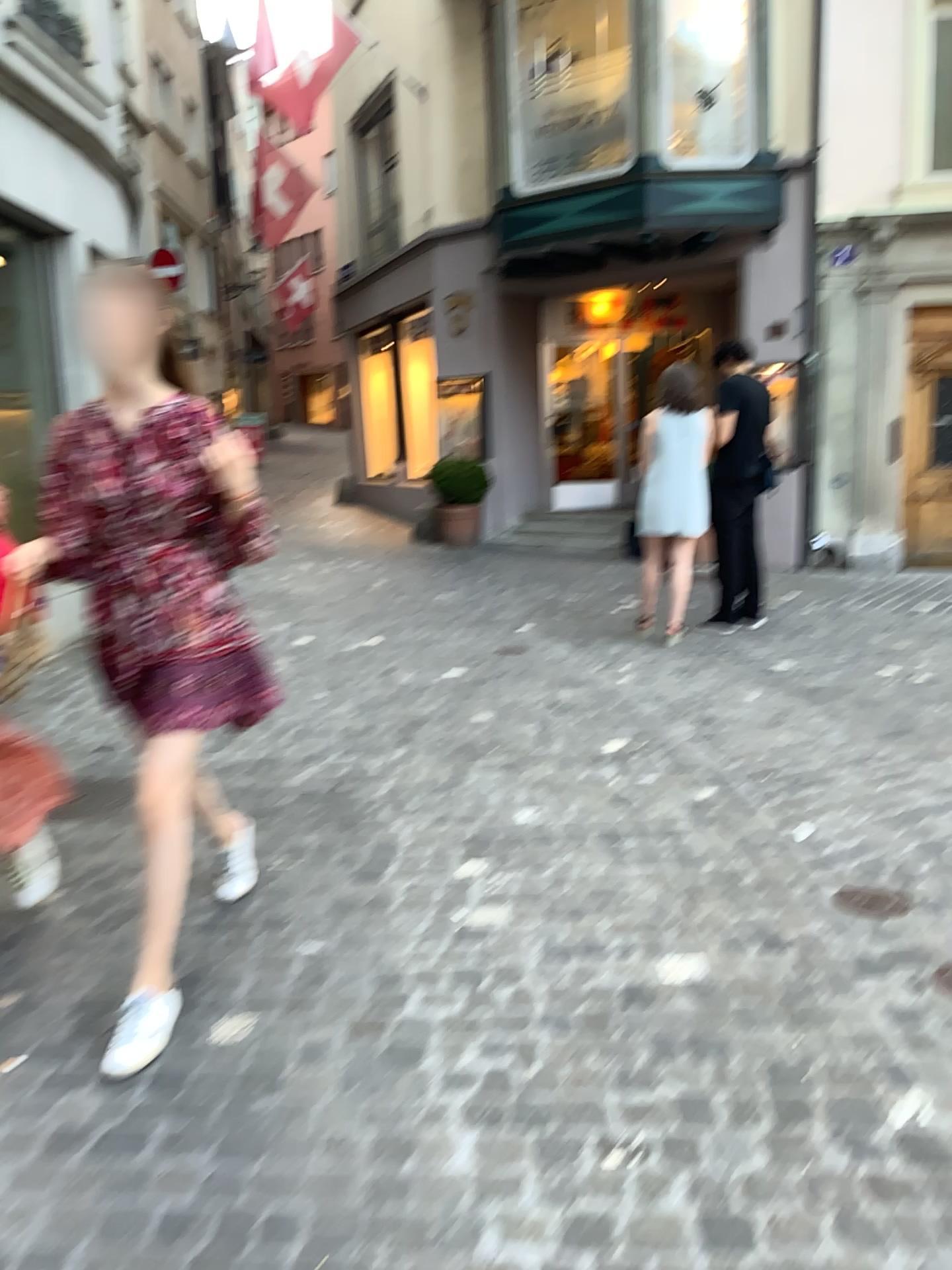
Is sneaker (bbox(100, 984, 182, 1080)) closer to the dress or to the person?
the person

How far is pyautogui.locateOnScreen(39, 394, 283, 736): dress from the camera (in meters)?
2.52

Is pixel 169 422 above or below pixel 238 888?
above

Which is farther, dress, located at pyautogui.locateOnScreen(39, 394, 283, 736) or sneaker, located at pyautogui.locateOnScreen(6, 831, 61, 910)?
sneaker, located at pyautogui.locateOnScreen(6, 831, 61, 910)

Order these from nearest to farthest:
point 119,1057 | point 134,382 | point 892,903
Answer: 1. point 119,1057
2. point 134,382
3. point 892,903

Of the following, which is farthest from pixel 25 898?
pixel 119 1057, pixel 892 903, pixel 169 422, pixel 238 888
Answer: pixel 892 903

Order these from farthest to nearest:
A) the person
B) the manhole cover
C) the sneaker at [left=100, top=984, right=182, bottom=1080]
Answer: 1. the manhole cover
2. the person
3. the sneaker at [left=100, top=984, right=182, bottom=1080]

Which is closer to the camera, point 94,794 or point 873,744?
point 94,794

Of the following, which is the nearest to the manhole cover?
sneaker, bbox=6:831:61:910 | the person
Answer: the person

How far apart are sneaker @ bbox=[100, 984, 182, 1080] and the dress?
0.6m
